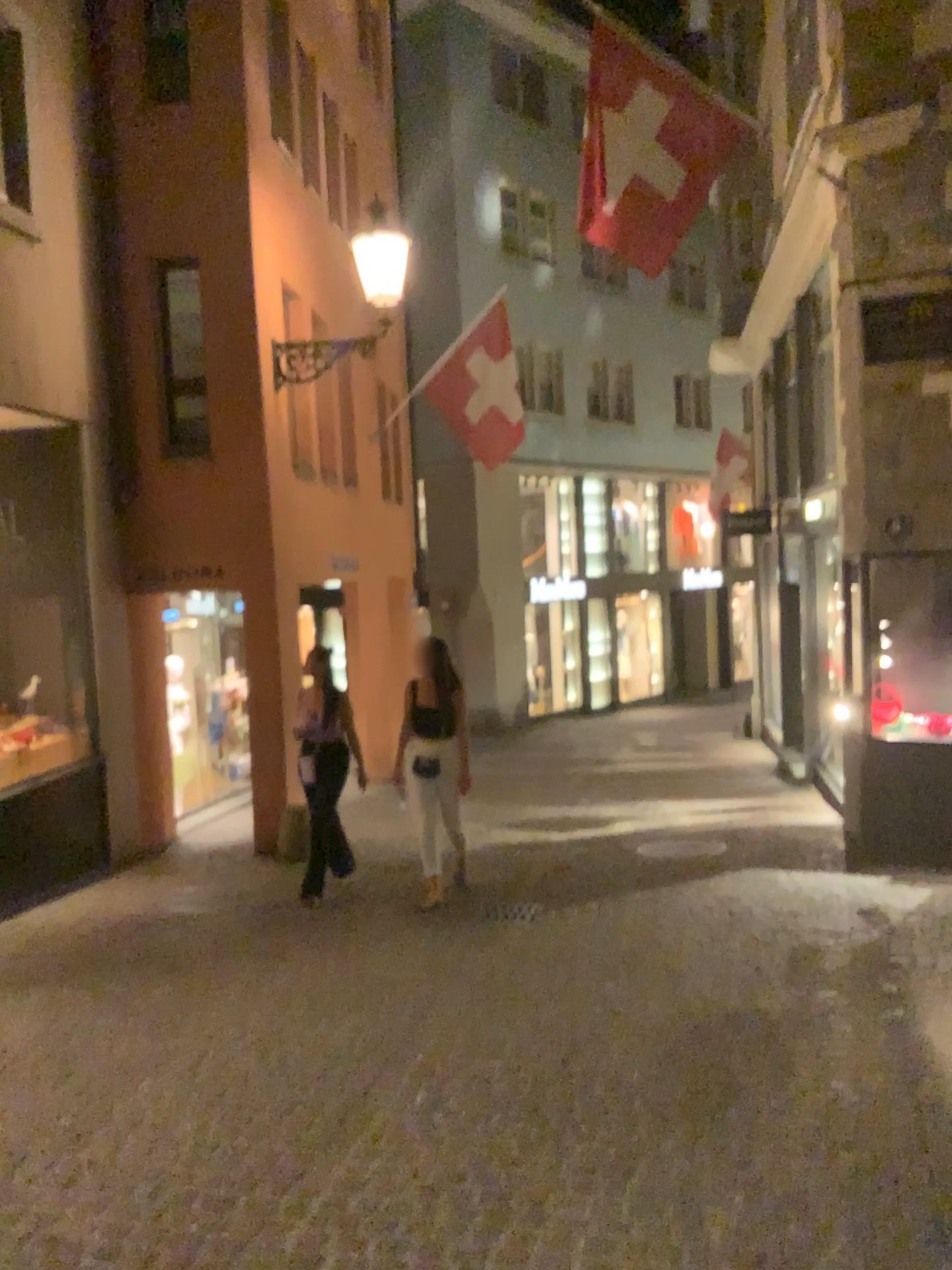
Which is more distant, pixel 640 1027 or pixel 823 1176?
pixel 640 1027
